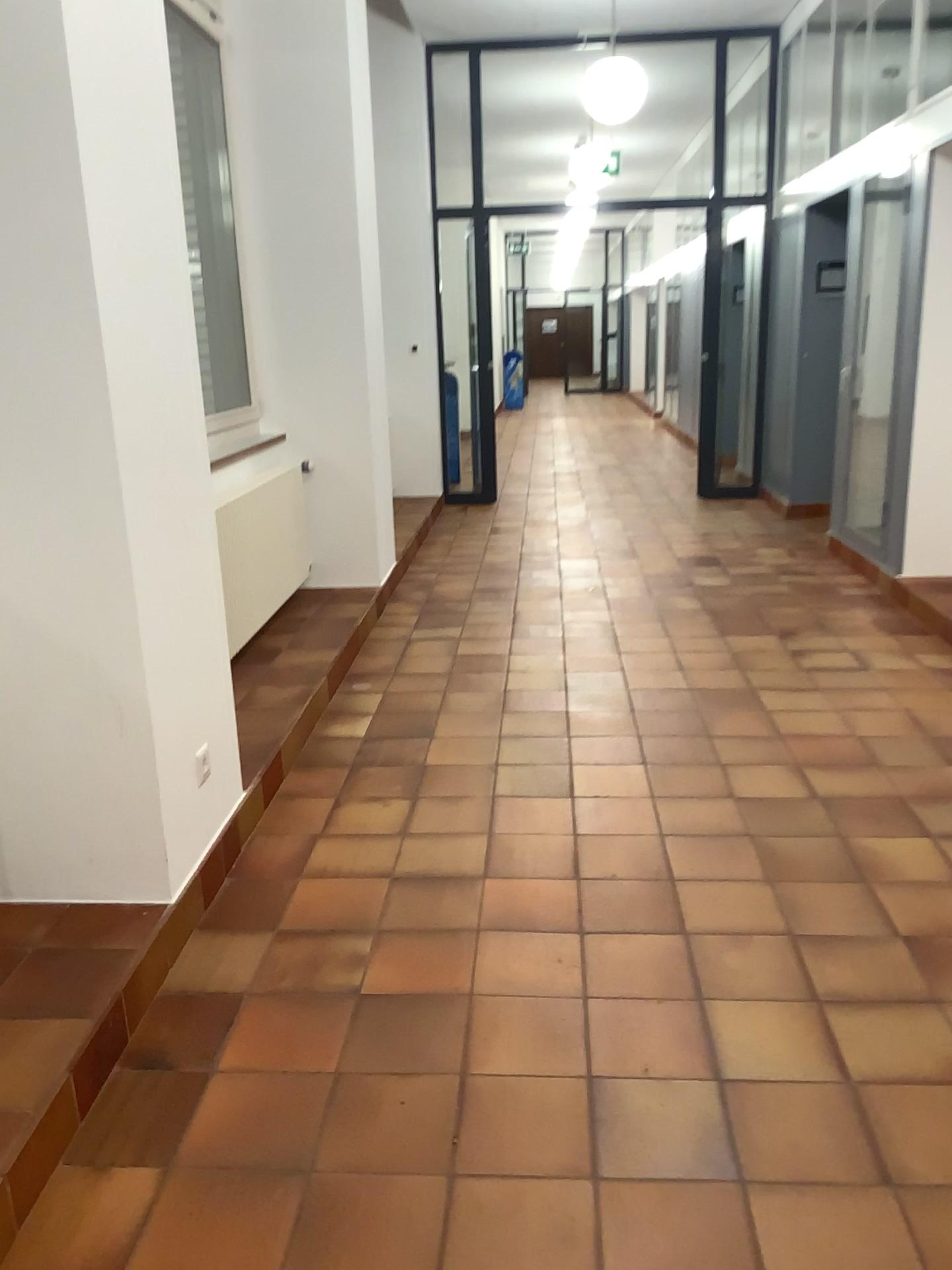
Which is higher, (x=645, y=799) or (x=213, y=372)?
(x=213, y=372)
